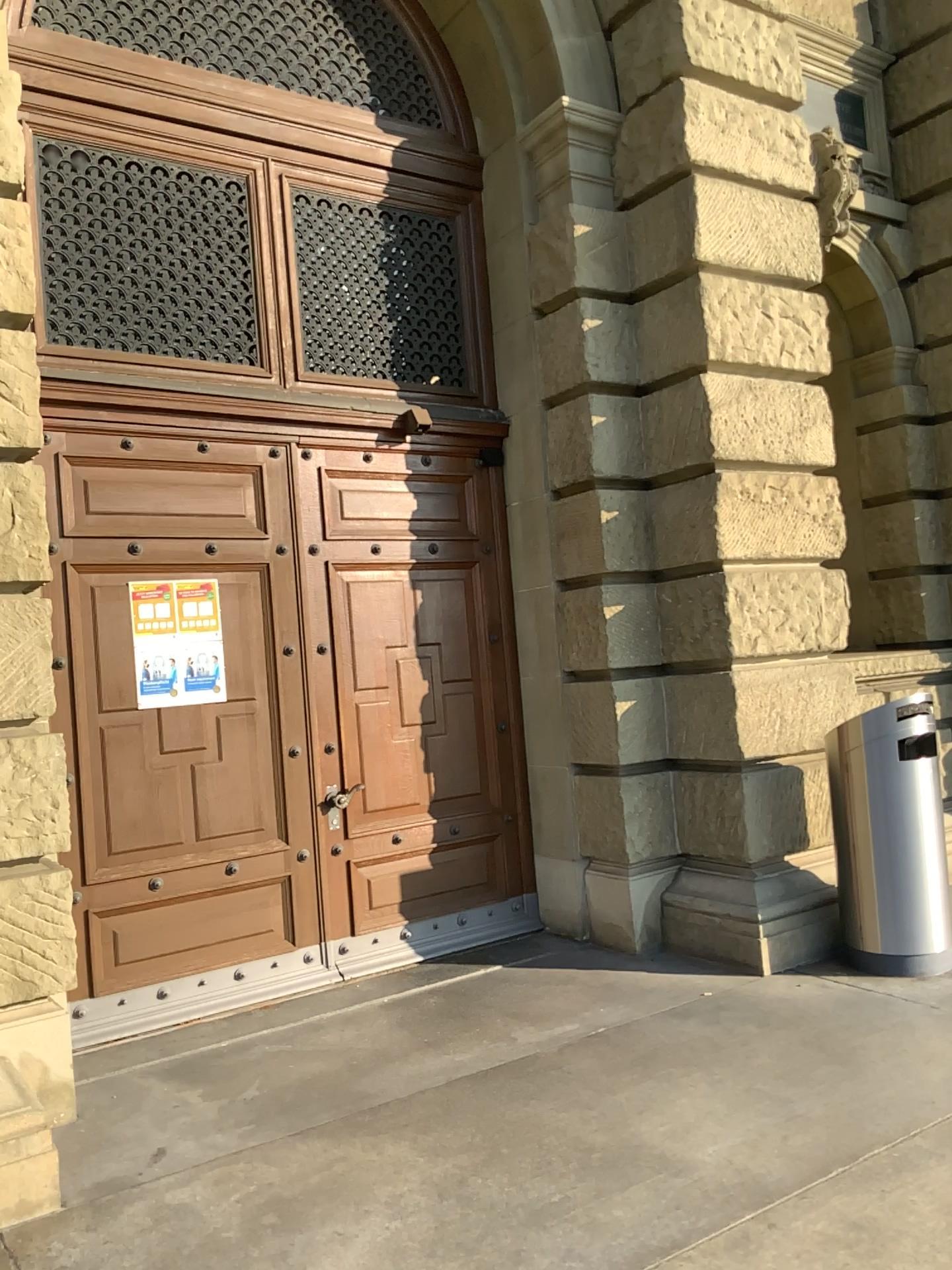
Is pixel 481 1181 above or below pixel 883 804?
below
